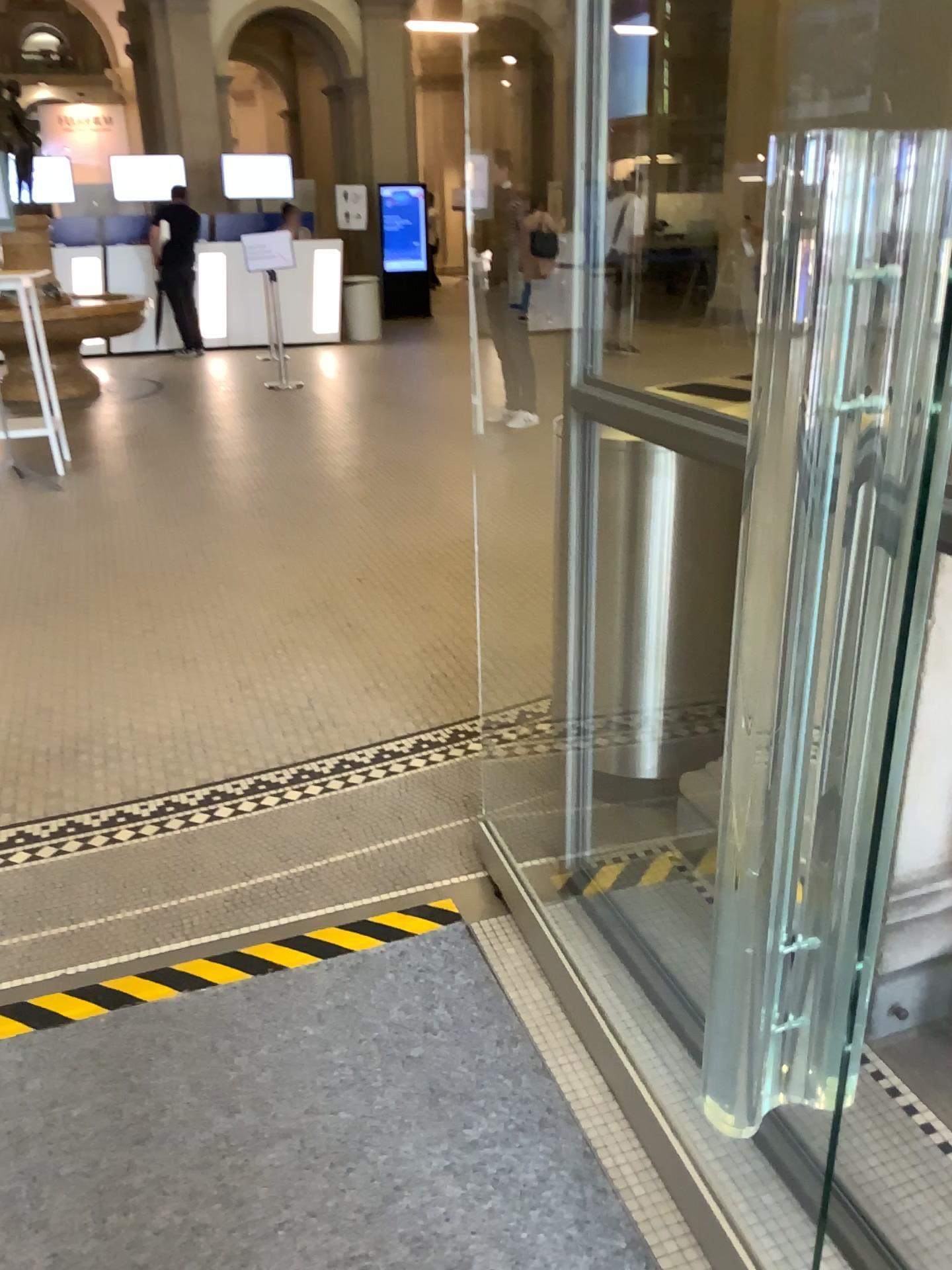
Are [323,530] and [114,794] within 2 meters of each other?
no
